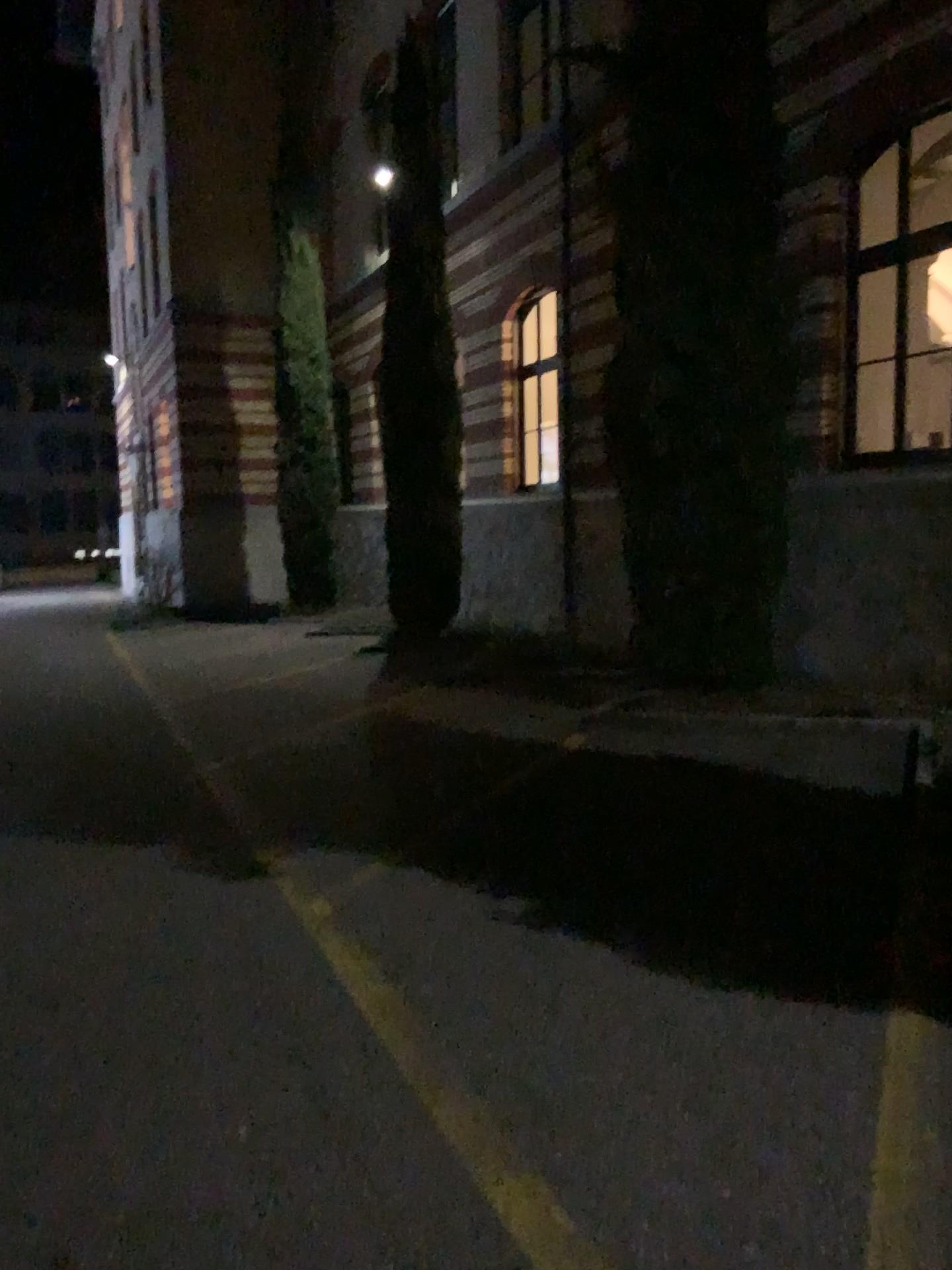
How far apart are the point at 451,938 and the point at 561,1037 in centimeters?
90cm
